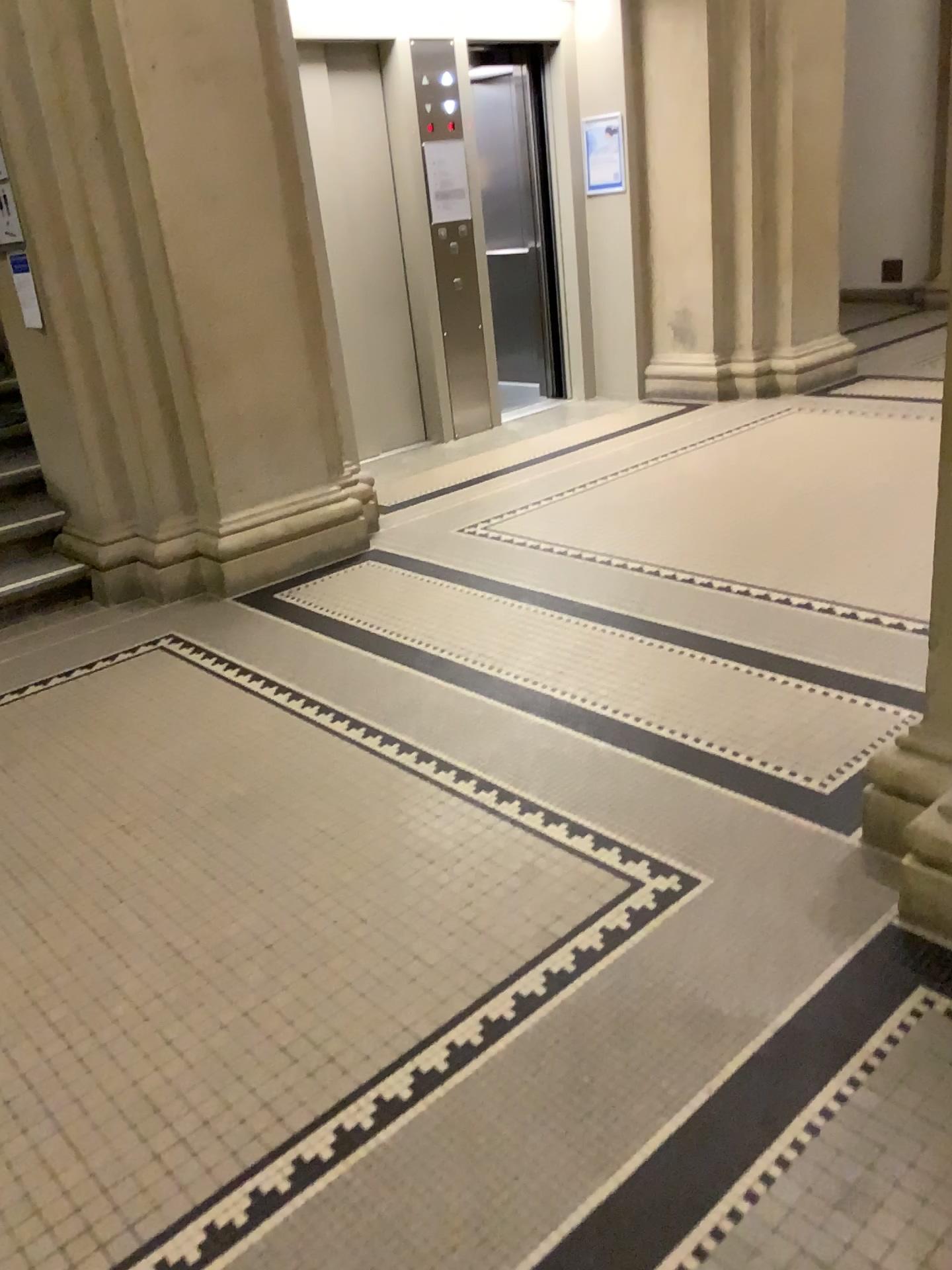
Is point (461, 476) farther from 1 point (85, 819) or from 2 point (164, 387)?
1 point (85, 819)

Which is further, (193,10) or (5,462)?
(5,462)

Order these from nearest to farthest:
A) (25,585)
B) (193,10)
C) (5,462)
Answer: (193,10), (25,585), (5,462)

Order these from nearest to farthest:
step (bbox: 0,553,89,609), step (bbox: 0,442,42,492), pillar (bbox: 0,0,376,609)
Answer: pillar (bbox: 0,0,376,609)
step (bbox: 0,553,89,609)
step (bbox: 0,442,42,492)

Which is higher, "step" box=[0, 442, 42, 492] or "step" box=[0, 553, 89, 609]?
"step" box=[0, 442, 42, 492]

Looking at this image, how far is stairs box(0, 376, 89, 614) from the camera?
4.25m

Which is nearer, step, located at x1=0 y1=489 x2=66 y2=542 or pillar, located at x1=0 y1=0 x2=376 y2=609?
pillar, located at x1=0 y1=0 x2=376 y2=609

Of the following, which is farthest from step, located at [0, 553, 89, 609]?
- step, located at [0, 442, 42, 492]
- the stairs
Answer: step, located at [0, 442, 42, 492]

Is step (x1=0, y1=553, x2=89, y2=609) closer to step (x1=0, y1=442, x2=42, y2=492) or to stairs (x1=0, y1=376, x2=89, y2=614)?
stairs (x1=0, y1=376, x2=89, y2=614)

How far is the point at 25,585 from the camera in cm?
421
